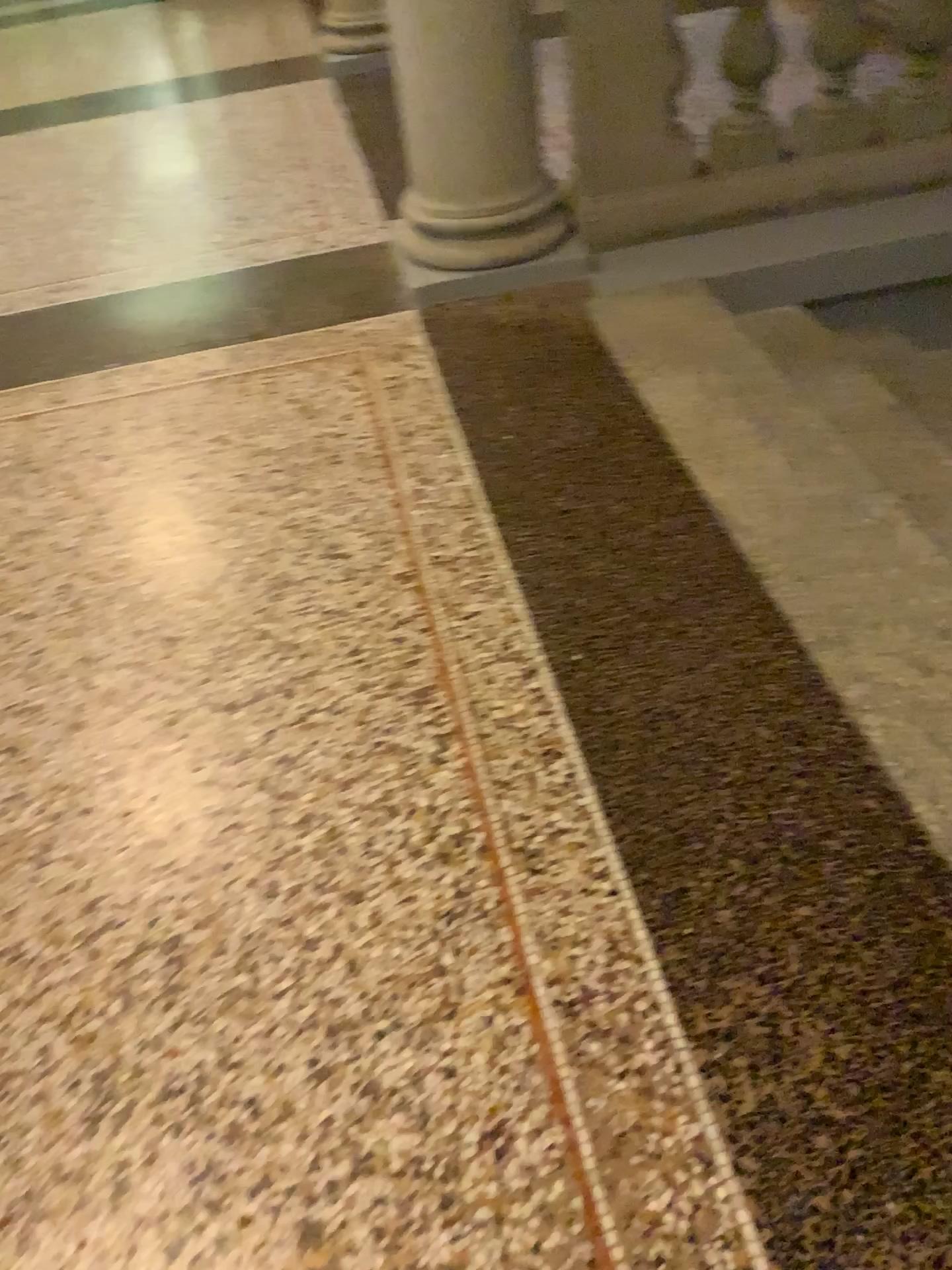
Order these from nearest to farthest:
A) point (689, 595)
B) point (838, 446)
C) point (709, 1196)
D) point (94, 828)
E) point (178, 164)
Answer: point (709, 1196) → point (94, 828) → point (689, 595) → point (838, 446) → point (178, 164)

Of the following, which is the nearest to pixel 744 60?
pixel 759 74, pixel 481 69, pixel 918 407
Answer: pixel 759 74

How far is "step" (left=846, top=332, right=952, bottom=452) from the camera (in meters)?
2.72

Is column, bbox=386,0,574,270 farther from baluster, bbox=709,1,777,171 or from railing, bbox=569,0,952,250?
baluster, bbox=709,1,777,171

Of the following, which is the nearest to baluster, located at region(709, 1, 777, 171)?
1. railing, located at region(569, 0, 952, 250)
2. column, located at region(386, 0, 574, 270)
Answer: railing, located at region(569, 0, 952, 250)

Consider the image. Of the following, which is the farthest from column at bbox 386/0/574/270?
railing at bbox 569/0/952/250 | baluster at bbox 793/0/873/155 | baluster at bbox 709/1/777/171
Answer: baluster at bbox 793/0/873/155

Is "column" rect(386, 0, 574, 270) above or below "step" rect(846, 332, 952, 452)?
above

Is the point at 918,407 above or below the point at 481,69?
below

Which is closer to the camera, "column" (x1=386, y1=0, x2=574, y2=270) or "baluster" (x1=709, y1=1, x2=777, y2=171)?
"column" (x1=386, y1=0, x2=574, y2=270)

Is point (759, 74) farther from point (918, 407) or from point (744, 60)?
point (918, 407)
